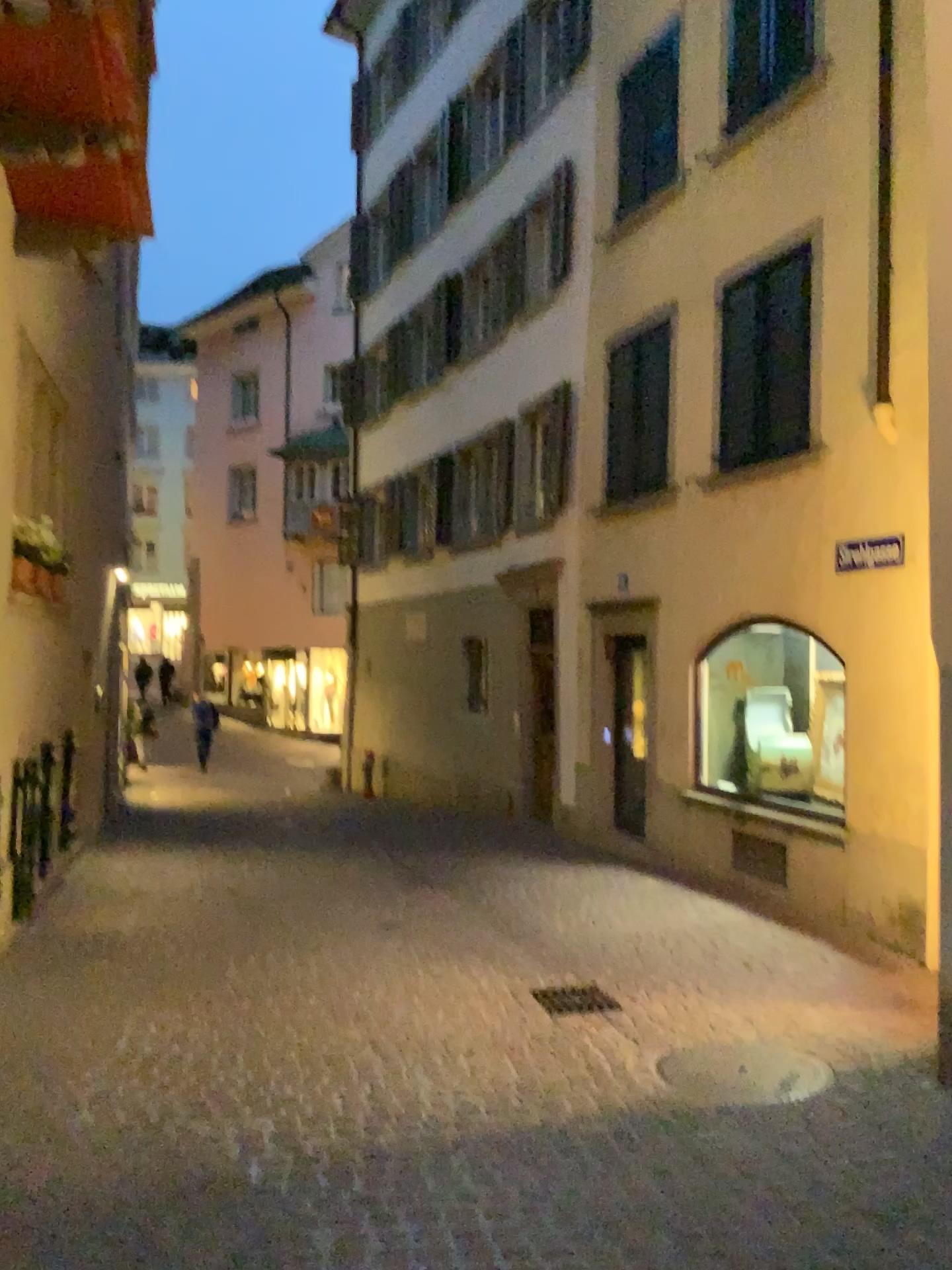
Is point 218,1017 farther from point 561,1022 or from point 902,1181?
point 902,1181
